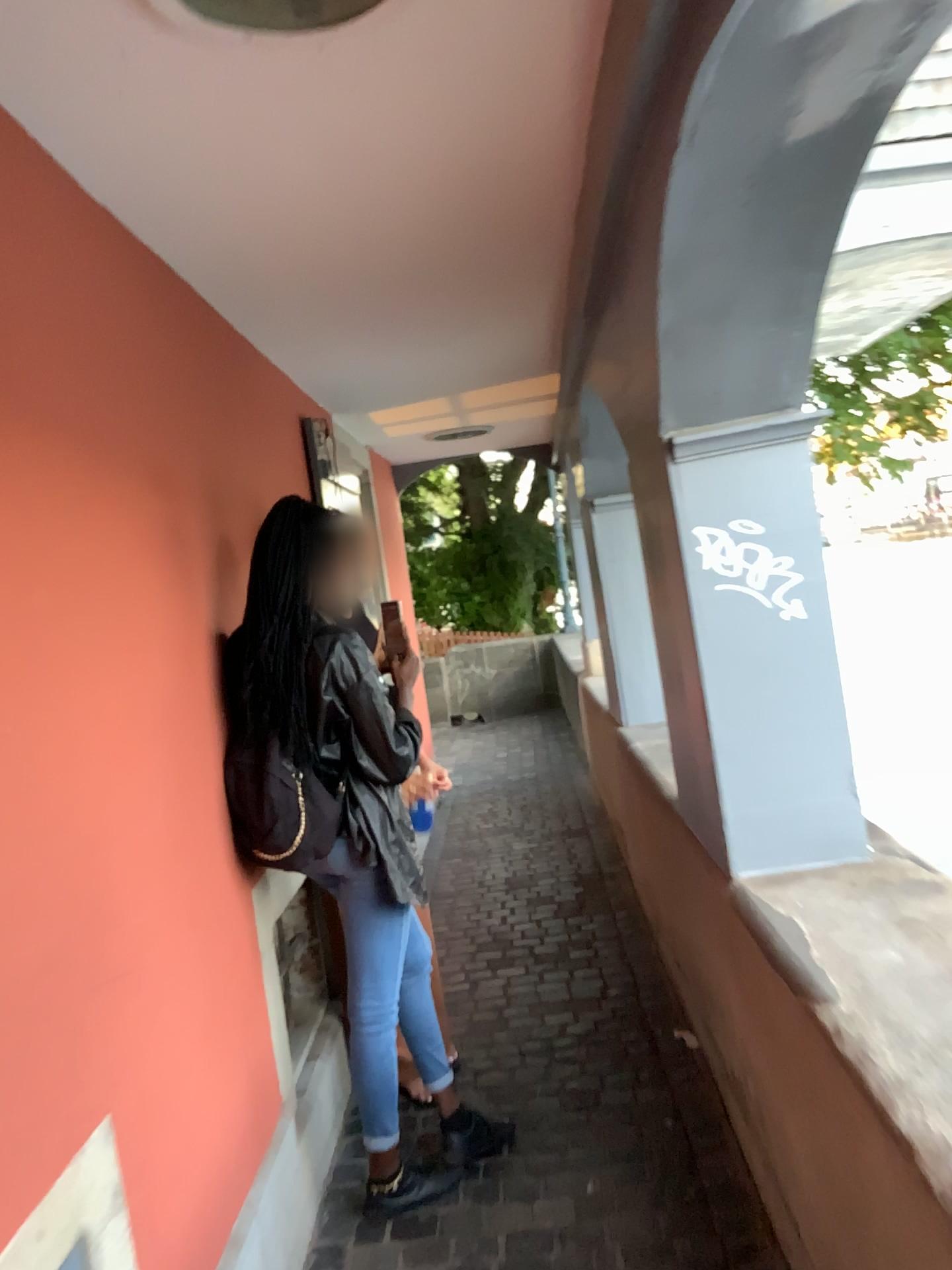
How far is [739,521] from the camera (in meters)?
2.13

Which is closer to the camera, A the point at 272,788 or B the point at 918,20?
B the point at 918,20

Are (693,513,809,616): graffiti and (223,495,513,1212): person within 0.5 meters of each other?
no

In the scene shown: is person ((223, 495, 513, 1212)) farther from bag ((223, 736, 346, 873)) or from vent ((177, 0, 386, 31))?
vent ((177, 0, 386, 31))

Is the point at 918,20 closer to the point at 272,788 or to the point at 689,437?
the point at 689,437

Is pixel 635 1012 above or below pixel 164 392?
below

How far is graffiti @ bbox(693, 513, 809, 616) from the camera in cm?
213

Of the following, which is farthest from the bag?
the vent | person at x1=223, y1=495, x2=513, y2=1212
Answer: the vent

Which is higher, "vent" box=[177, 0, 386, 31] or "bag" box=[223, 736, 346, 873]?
"vent" box=[177, 0, 386, 31]

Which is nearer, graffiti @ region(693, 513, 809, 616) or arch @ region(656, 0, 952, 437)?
arch @ region(656, 0, 952, 437)
